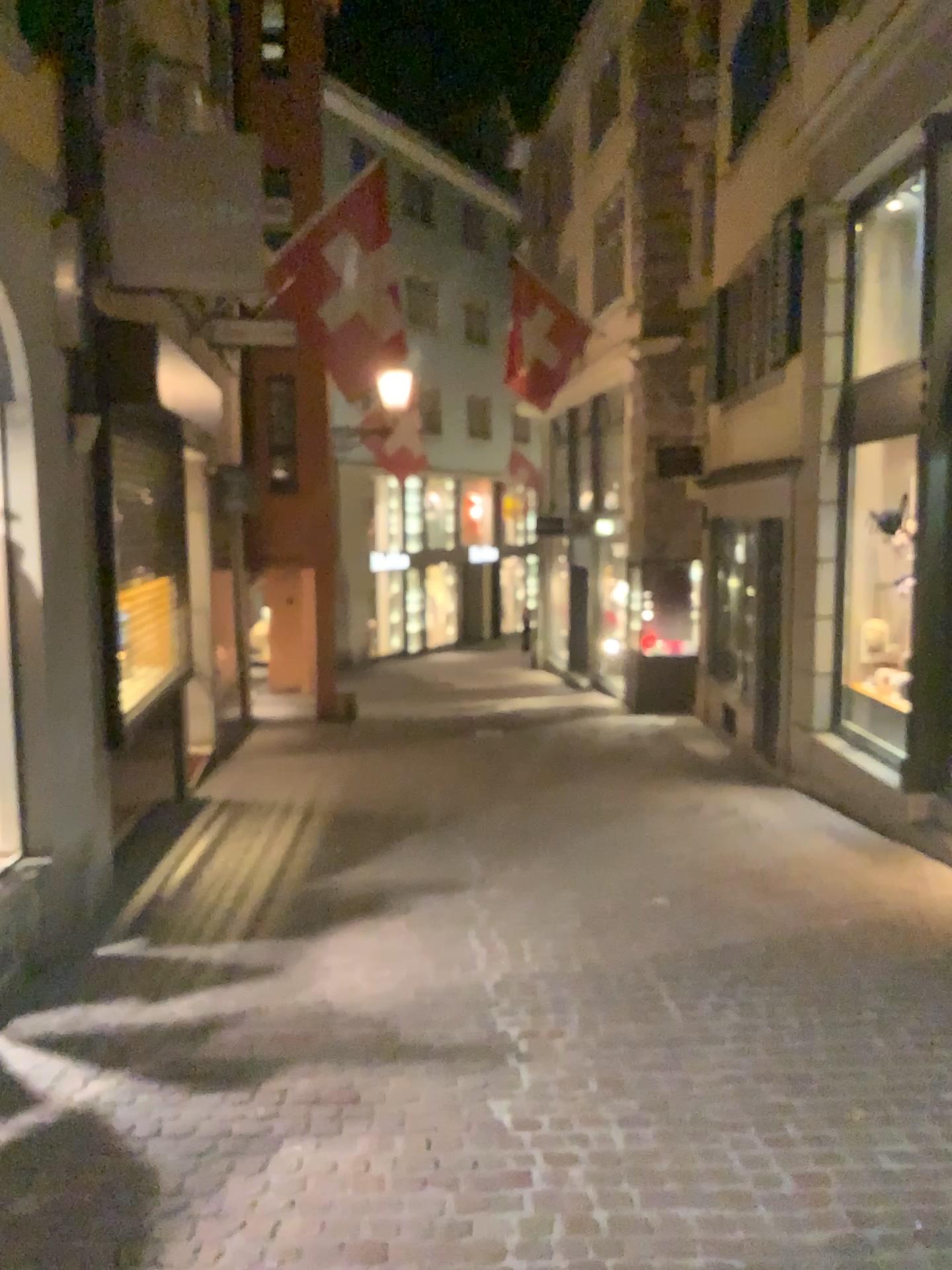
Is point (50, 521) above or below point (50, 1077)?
above
